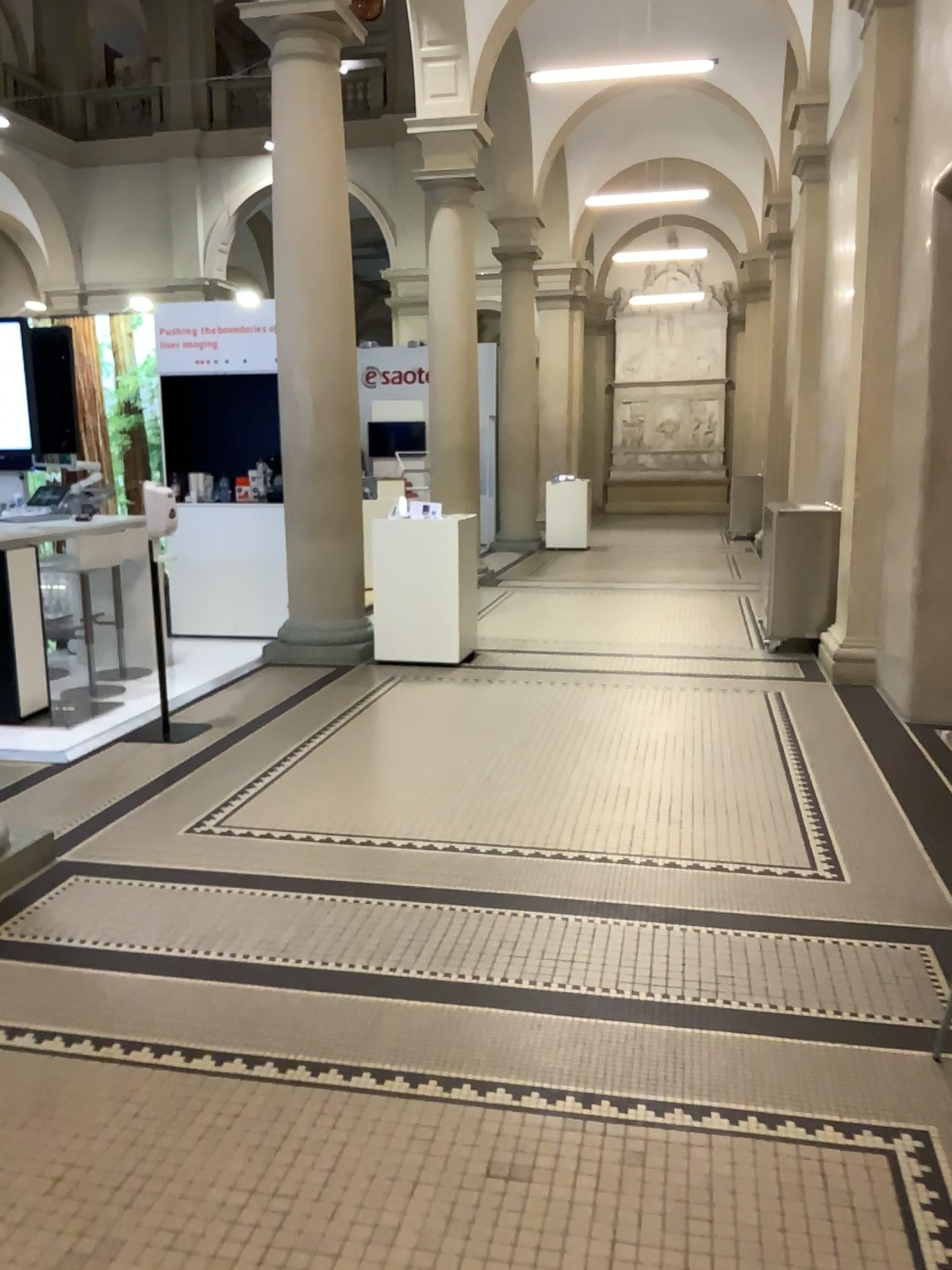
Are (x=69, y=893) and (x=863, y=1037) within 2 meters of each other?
no
